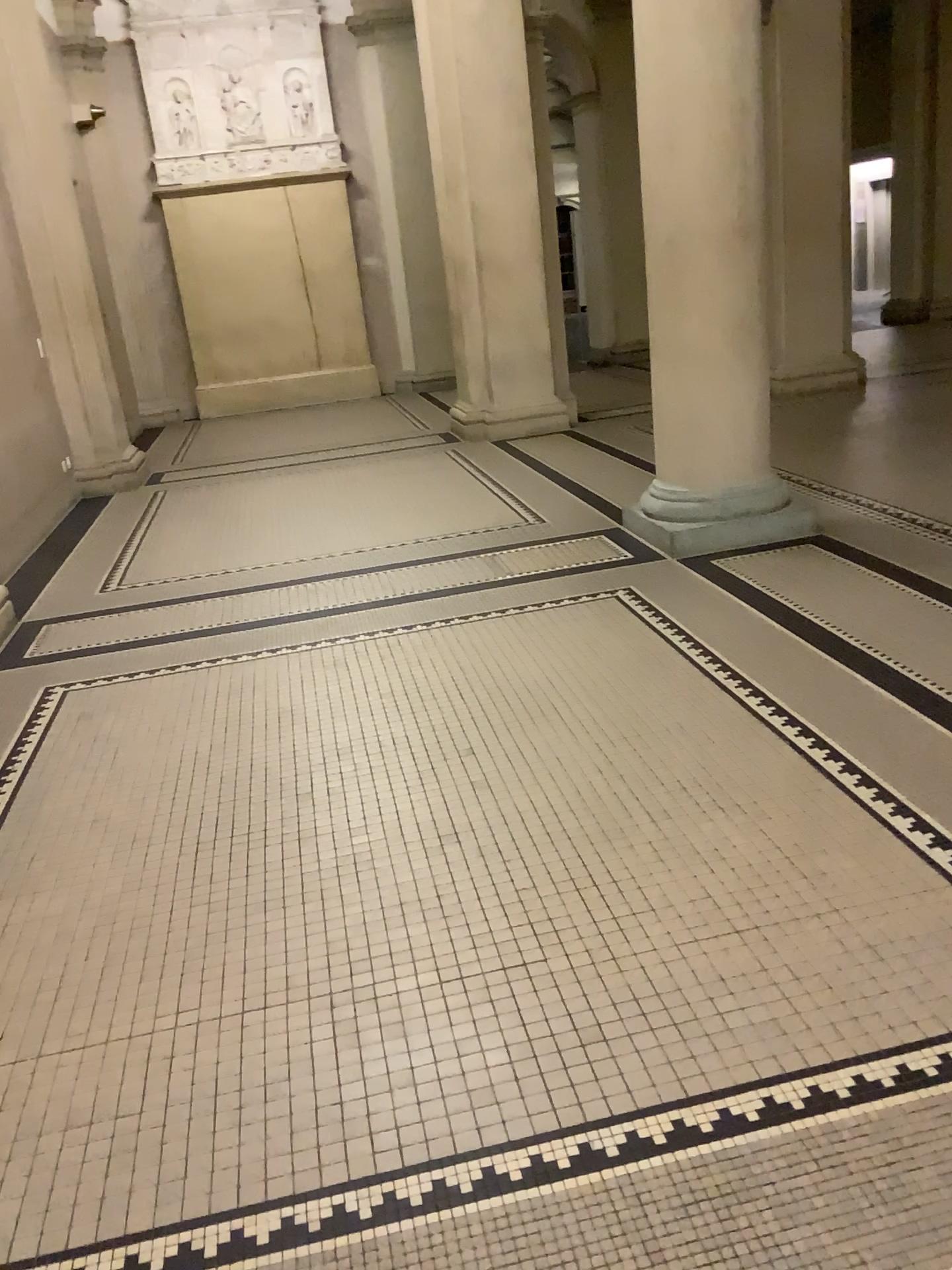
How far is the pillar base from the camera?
4.9m

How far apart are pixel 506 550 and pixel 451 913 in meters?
3.0

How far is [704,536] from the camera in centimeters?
487cm

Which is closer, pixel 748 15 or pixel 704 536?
pixel 748 15

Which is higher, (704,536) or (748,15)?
(748,15)

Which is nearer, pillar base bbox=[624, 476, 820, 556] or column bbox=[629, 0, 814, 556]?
column bbox=[629, 0, 814, 556]
